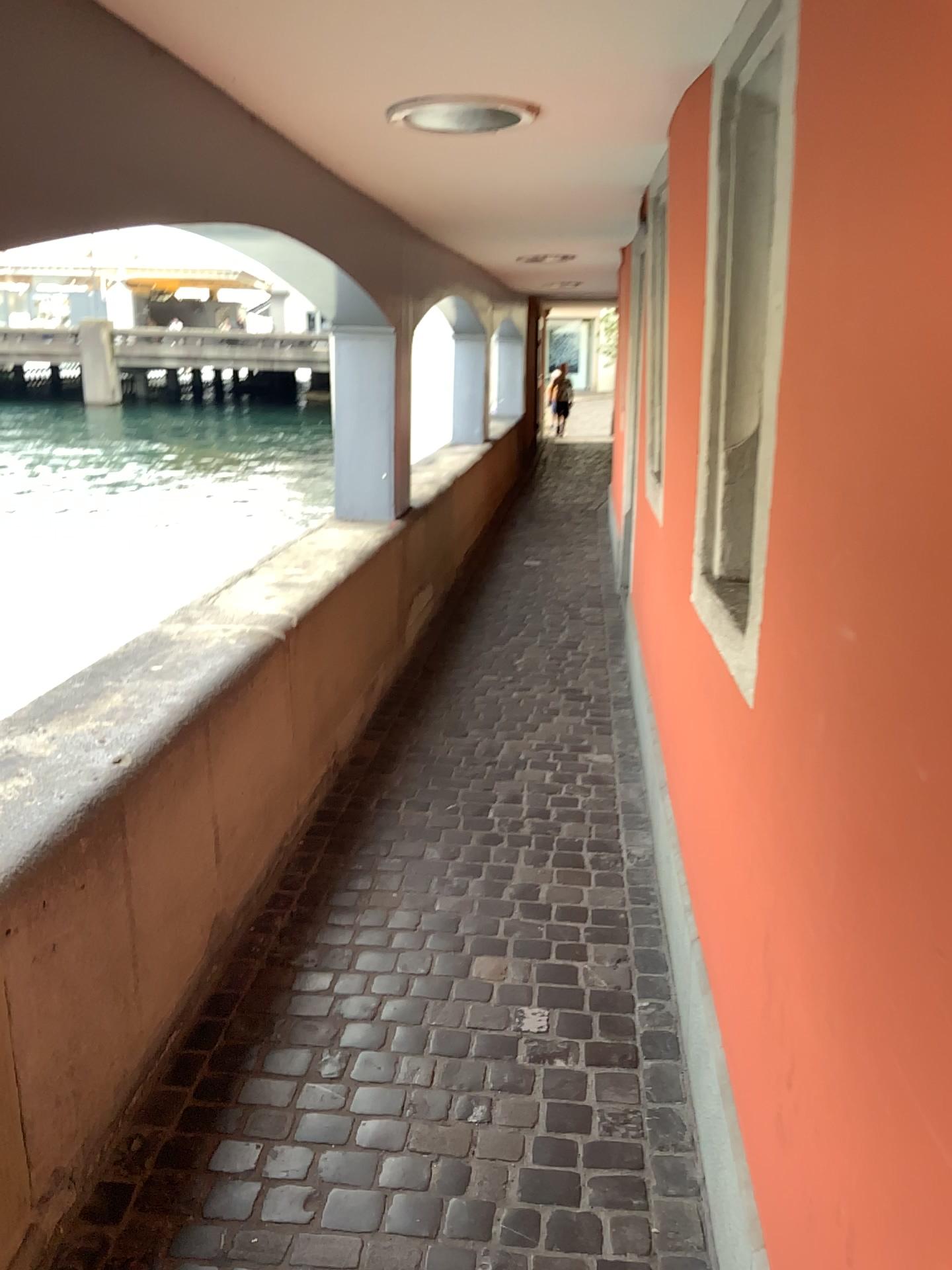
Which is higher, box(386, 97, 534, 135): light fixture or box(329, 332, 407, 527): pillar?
box(386, 97, 534, 135): light fixture

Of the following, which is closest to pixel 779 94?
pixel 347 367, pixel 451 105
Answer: pixel 451 105

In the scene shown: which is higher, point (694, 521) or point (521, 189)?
point (521, 189)

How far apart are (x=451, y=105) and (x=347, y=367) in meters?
2.3

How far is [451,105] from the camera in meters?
2.6 m

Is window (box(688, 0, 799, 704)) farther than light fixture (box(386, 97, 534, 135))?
No

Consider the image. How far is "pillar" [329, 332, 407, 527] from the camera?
4.8 meters

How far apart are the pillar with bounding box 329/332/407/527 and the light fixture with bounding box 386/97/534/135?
2.0 meters

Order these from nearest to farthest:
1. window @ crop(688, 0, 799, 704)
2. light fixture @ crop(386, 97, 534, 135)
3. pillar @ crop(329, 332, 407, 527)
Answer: window @ crop(688, 0, 799, 704)
light fixture @ crop(386, 97, 534, 135)
pillar @ crop(329, 332, 407, 527)

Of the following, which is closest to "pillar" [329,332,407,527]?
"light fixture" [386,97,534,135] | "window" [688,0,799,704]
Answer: "light fixture" [386,97,534,135]
